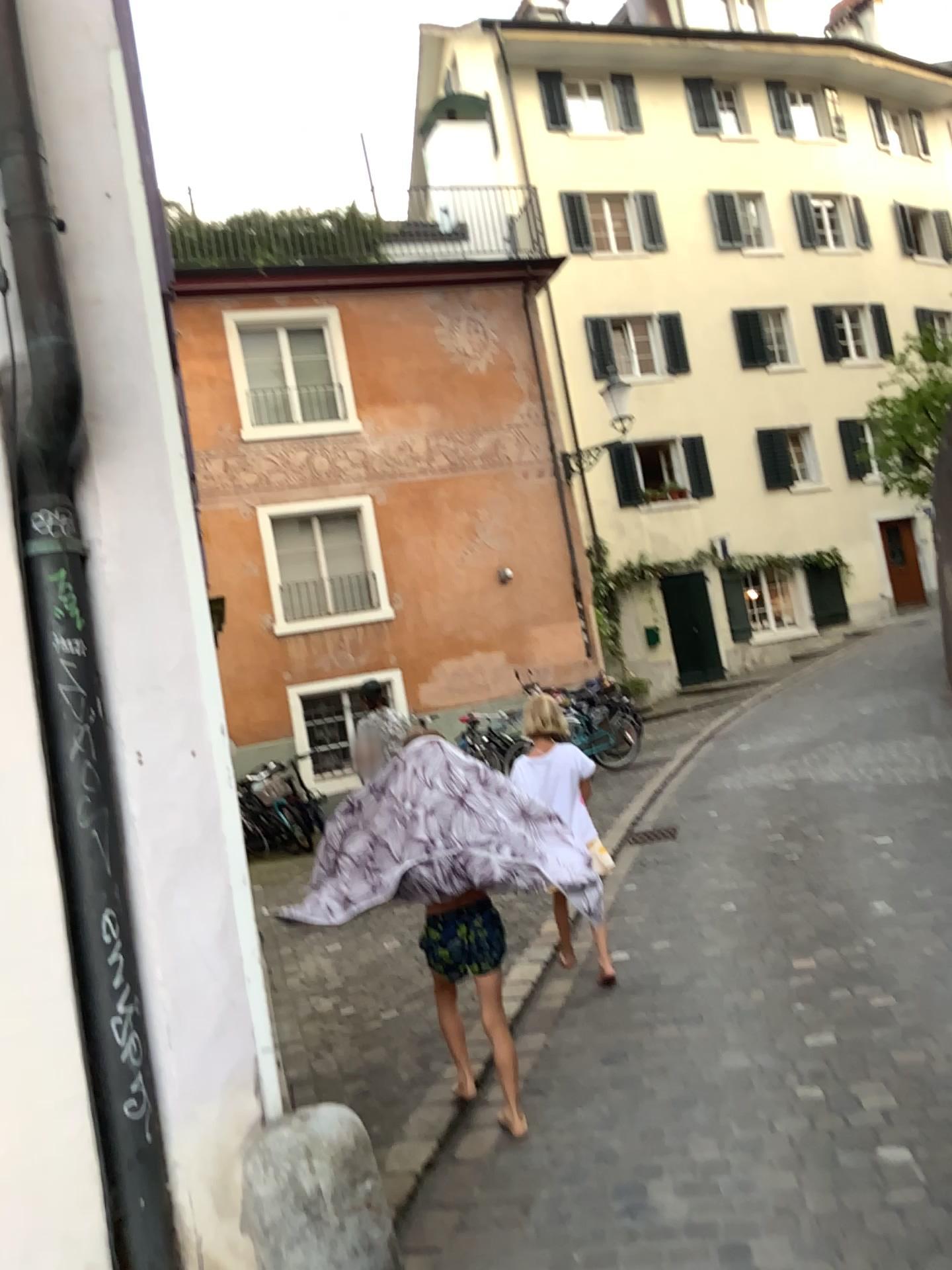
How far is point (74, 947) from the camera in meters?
2.1

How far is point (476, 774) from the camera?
3.4m

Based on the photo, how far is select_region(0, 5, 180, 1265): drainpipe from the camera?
2.15m
